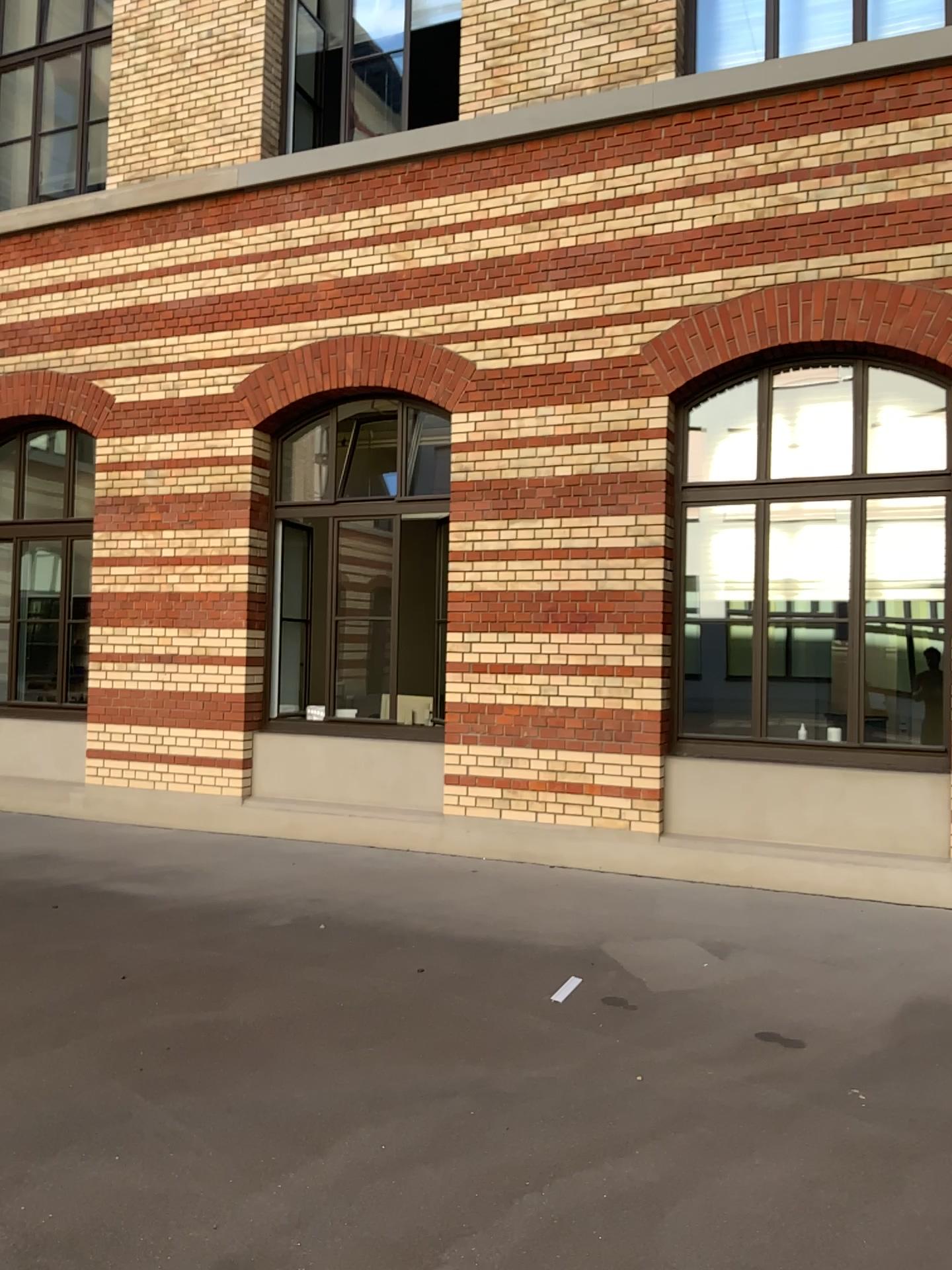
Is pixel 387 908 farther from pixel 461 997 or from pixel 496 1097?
pixel 496 1097
